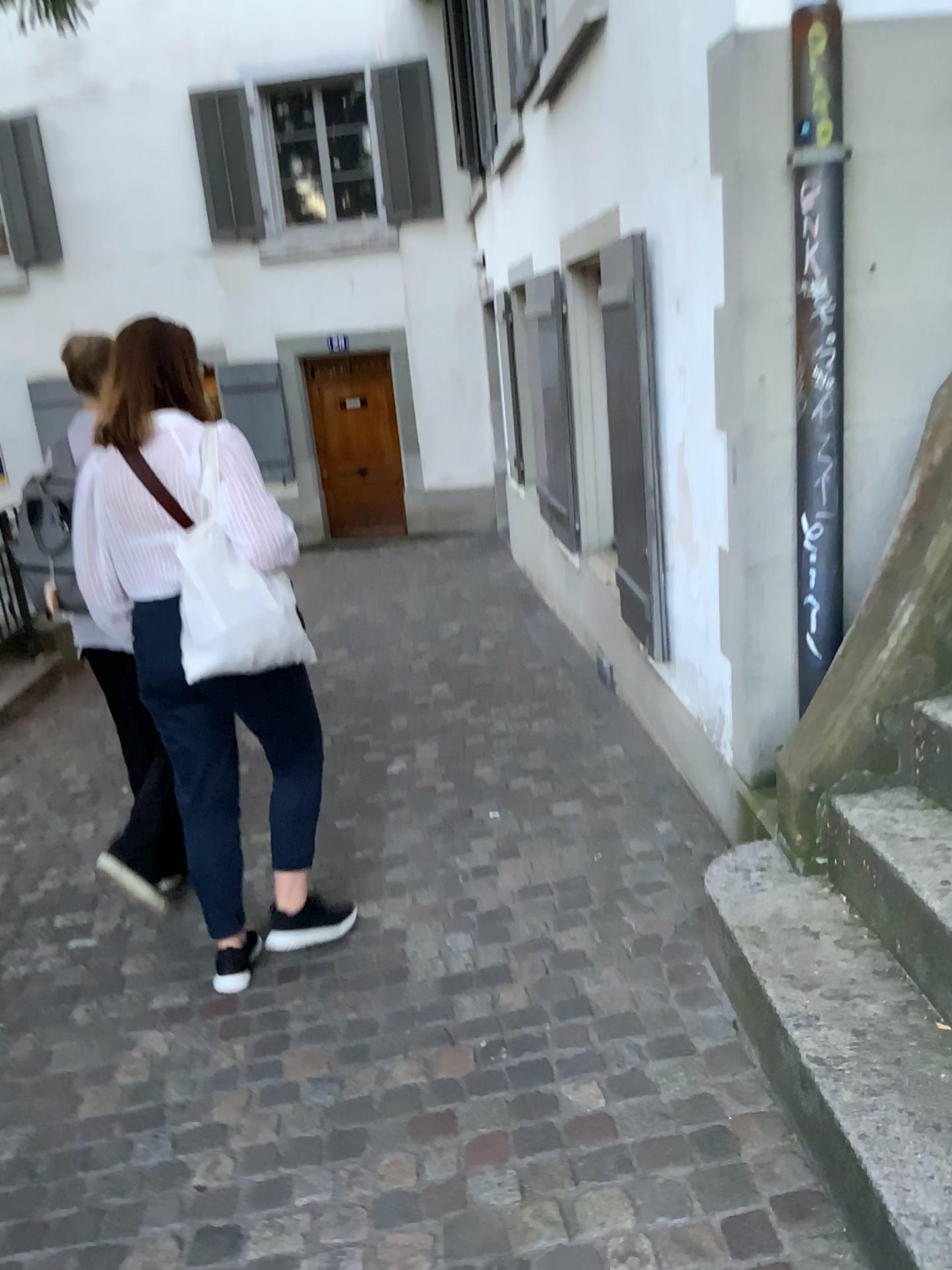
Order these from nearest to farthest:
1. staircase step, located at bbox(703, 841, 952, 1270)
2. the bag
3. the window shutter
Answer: staircase step, located at bbox(703, 841, 952, 1270), the bag, the window shutter

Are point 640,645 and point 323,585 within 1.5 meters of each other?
no

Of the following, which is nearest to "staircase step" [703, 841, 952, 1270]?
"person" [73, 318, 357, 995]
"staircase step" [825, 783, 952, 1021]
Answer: "staircase step" [825, 783, 952, 1021]

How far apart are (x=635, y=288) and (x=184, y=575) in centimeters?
197cm

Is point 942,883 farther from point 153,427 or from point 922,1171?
point 153,427

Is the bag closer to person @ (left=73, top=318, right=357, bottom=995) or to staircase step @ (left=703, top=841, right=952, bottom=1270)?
person @ (left=73, top=318, right=357, bottom=995)

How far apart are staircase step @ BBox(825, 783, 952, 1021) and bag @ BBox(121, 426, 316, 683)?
1.3 meters

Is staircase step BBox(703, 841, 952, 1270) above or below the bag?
below

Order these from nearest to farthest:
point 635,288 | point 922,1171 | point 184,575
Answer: point 922,1171, point 184,575, point 635,288

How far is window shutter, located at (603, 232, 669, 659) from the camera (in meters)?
3.56
